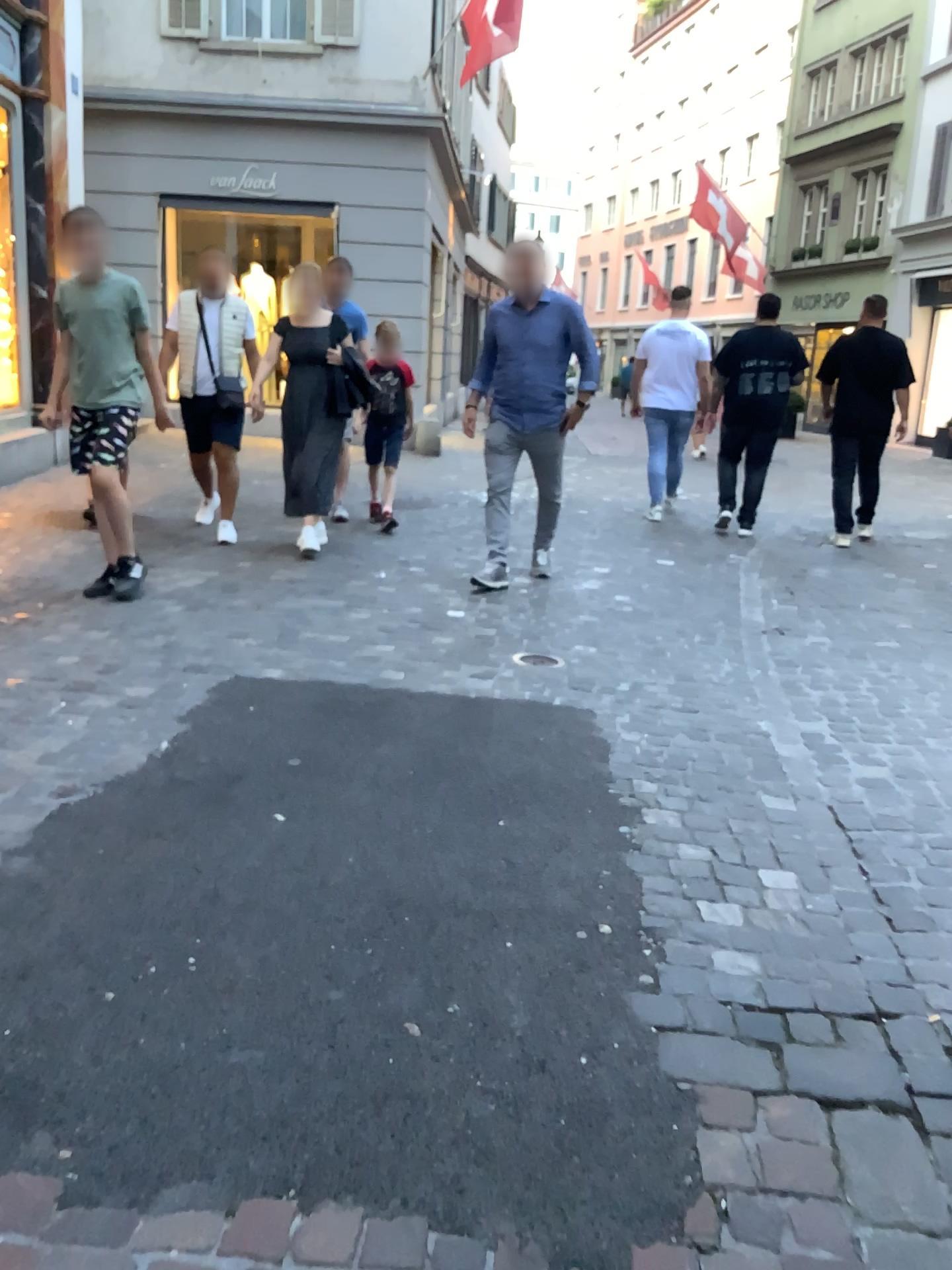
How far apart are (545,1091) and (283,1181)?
0.45m
